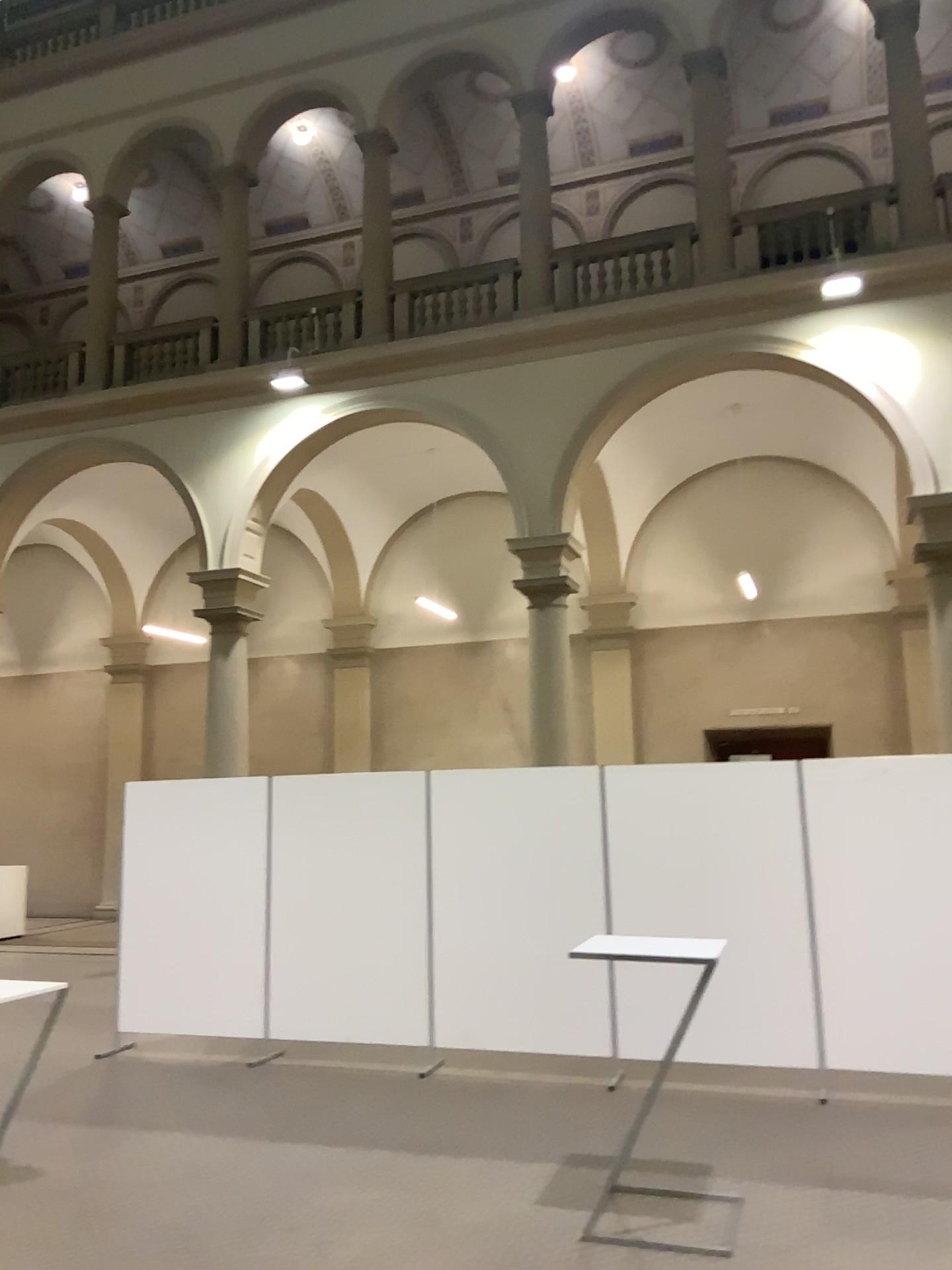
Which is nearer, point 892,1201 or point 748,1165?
point 892,1201
